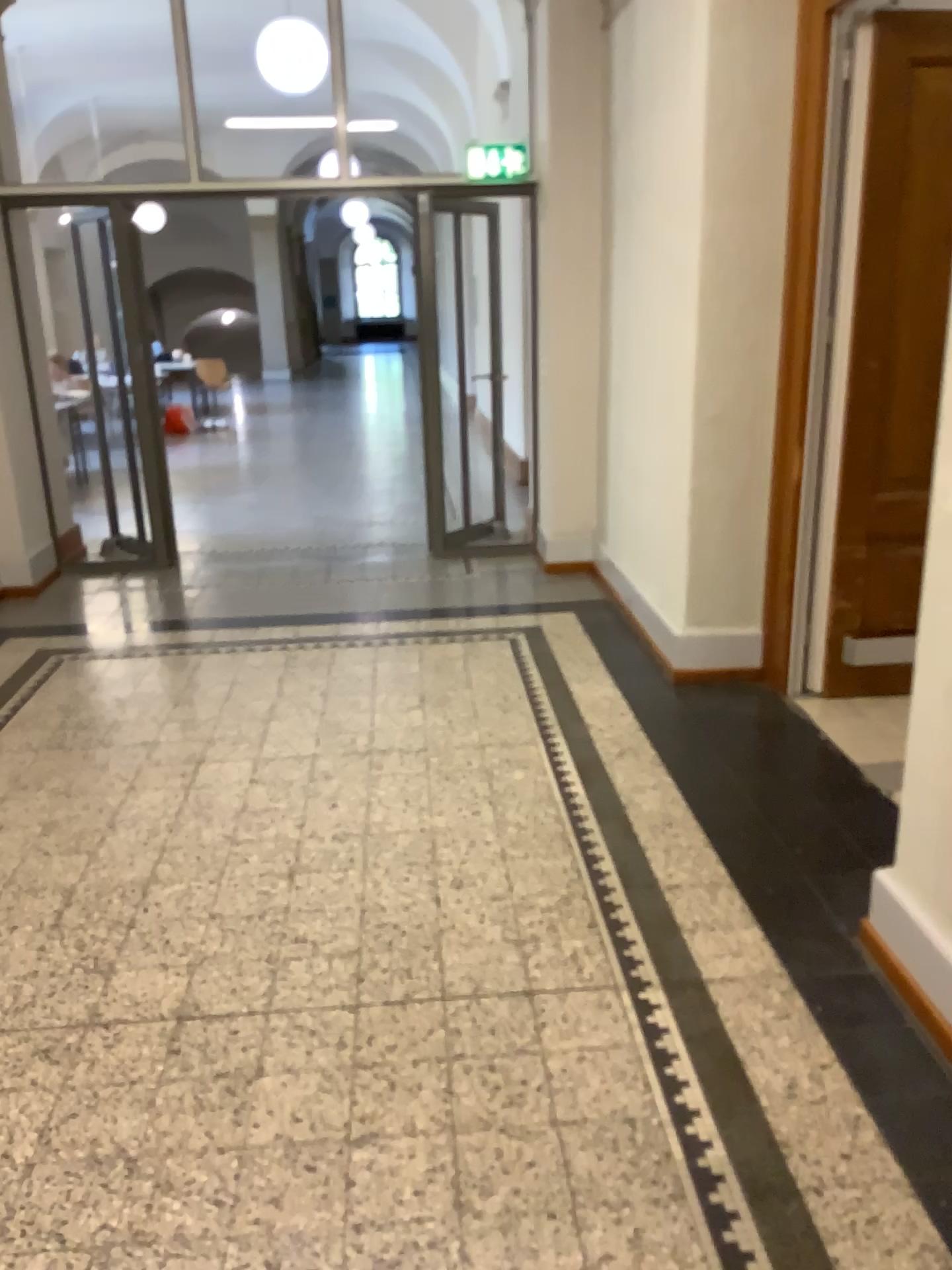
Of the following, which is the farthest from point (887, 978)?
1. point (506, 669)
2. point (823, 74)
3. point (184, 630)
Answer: point (184, 630)
